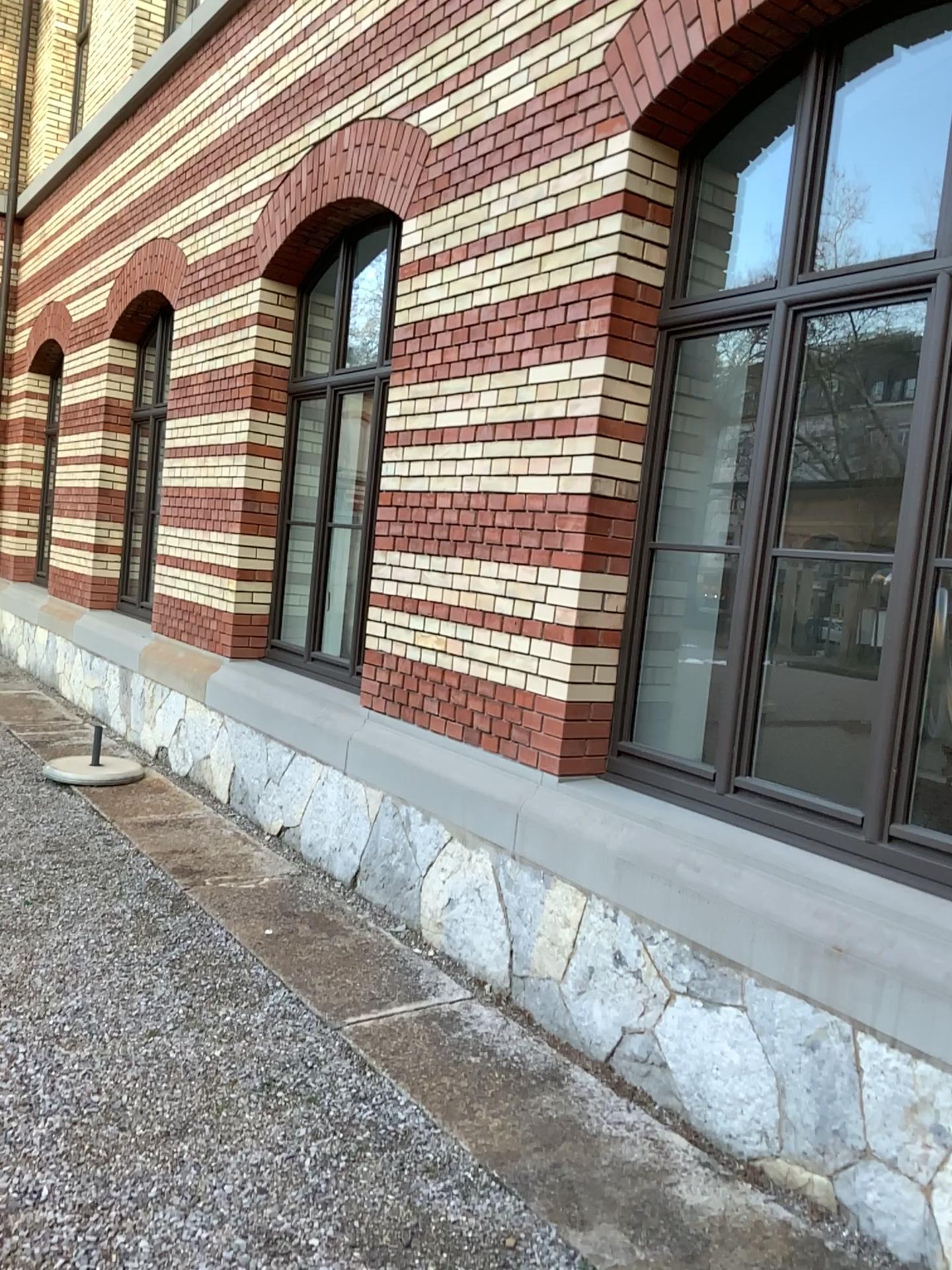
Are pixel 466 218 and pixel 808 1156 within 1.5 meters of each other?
no
